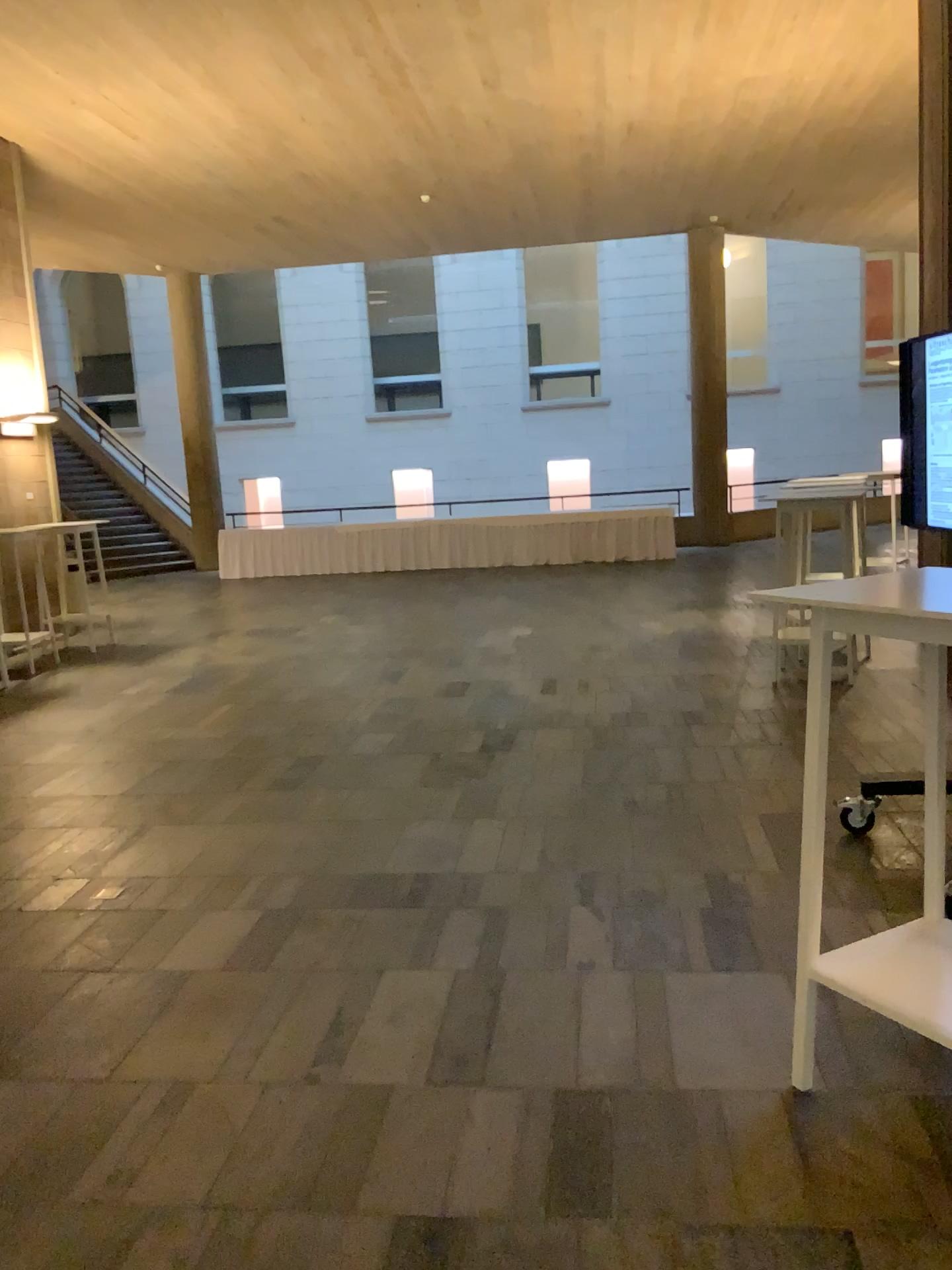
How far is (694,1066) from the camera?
2.6 meters

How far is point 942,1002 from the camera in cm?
224

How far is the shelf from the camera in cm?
224
